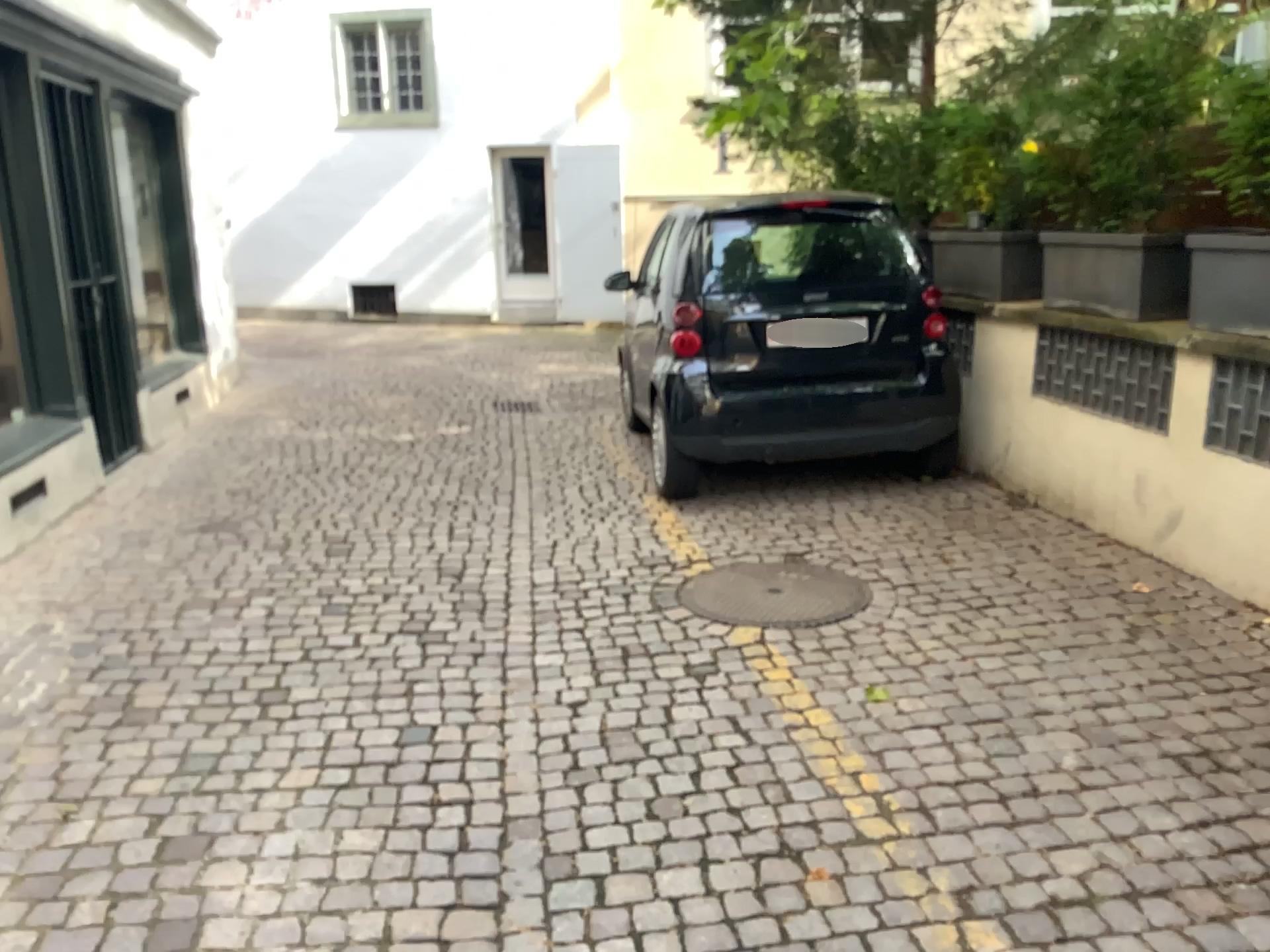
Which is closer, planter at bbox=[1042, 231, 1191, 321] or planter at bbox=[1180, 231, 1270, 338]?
planter at bbox=[1180, 231, 1270, 338]

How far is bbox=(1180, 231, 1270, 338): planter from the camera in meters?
3.6

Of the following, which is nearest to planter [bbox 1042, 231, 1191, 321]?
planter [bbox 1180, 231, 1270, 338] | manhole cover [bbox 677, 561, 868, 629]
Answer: planter [bbox 1180, 231, 1270, 338]

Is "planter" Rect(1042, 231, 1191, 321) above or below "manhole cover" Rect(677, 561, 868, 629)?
above

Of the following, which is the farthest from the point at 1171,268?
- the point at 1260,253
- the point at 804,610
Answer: the point at 804,610

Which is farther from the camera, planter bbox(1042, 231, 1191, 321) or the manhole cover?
planter bbox(1042, 231, 1191, 321)

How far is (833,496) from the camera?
5.1 meters

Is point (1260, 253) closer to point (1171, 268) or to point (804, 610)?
point (1171, 268)

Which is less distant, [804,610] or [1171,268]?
[804,610]

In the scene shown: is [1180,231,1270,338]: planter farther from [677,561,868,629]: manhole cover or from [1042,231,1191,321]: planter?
[677,561,868,629]: manhole cover
